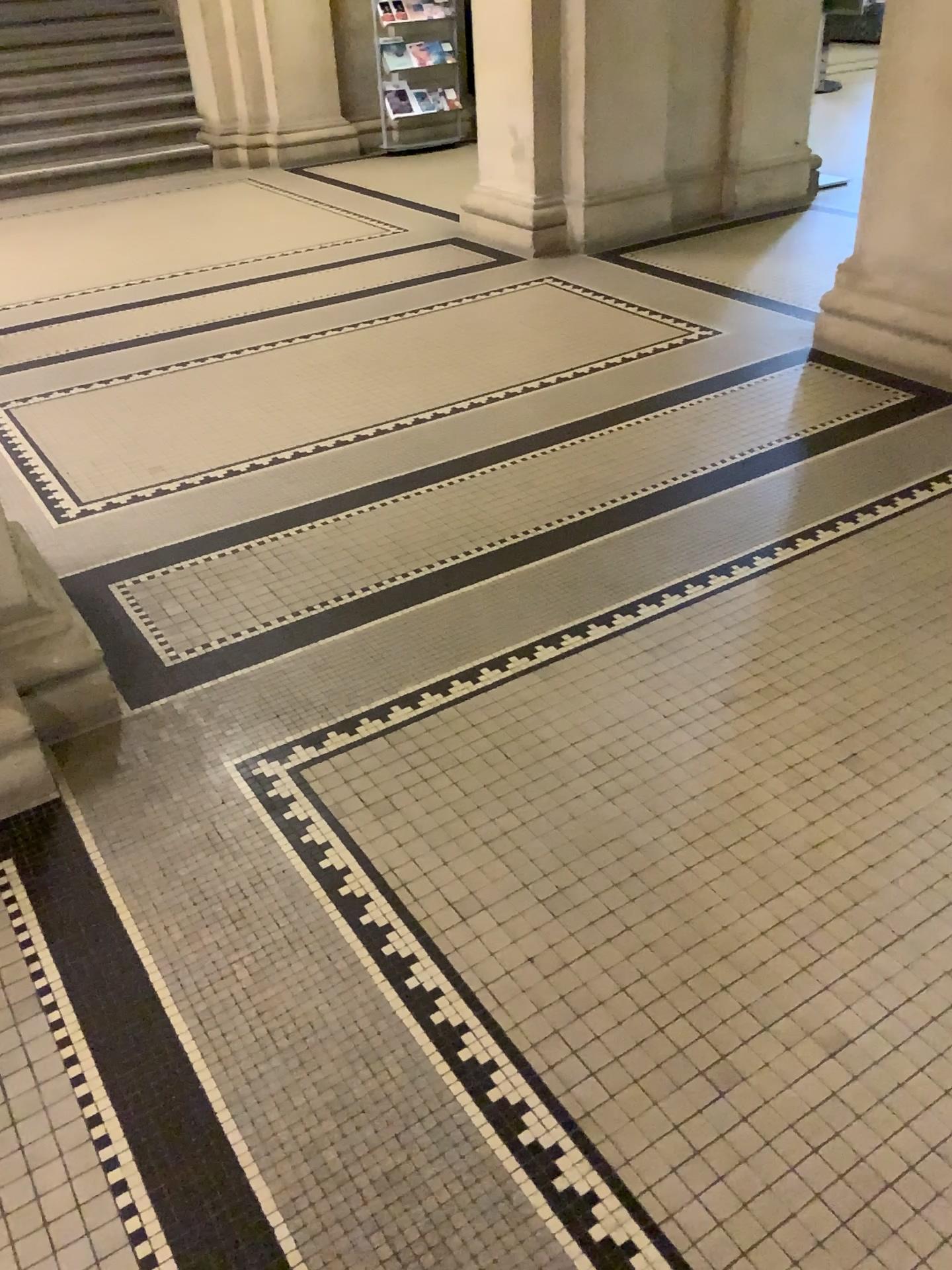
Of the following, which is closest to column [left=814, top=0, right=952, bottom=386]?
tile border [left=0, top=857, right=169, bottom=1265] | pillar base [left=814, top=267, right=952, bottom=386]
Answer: pillar base [left=814, top=267, right=952, bottom=386]

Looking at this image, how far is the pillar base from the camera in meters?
3.8

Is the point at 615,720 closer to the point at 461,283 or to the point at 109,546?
the point at 109,546

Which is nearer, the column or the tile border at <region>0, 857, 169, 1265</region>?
the tile border at <region>0, 857, 169, 1265</region>

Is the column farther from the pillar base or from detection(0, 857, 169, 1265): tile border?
detection(0, 857, 169, 1265): tile border

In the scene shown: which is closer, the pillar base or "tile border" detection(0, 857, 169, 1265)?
"tile border" detection(0, 857, 169, 1265)

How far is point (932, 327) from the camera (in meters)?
→ 3.78

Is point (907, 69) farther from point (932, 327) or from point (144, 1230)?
point (144, 1230)

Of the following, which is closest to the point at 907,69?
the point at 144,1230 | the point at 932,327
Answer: the point at 932,327
